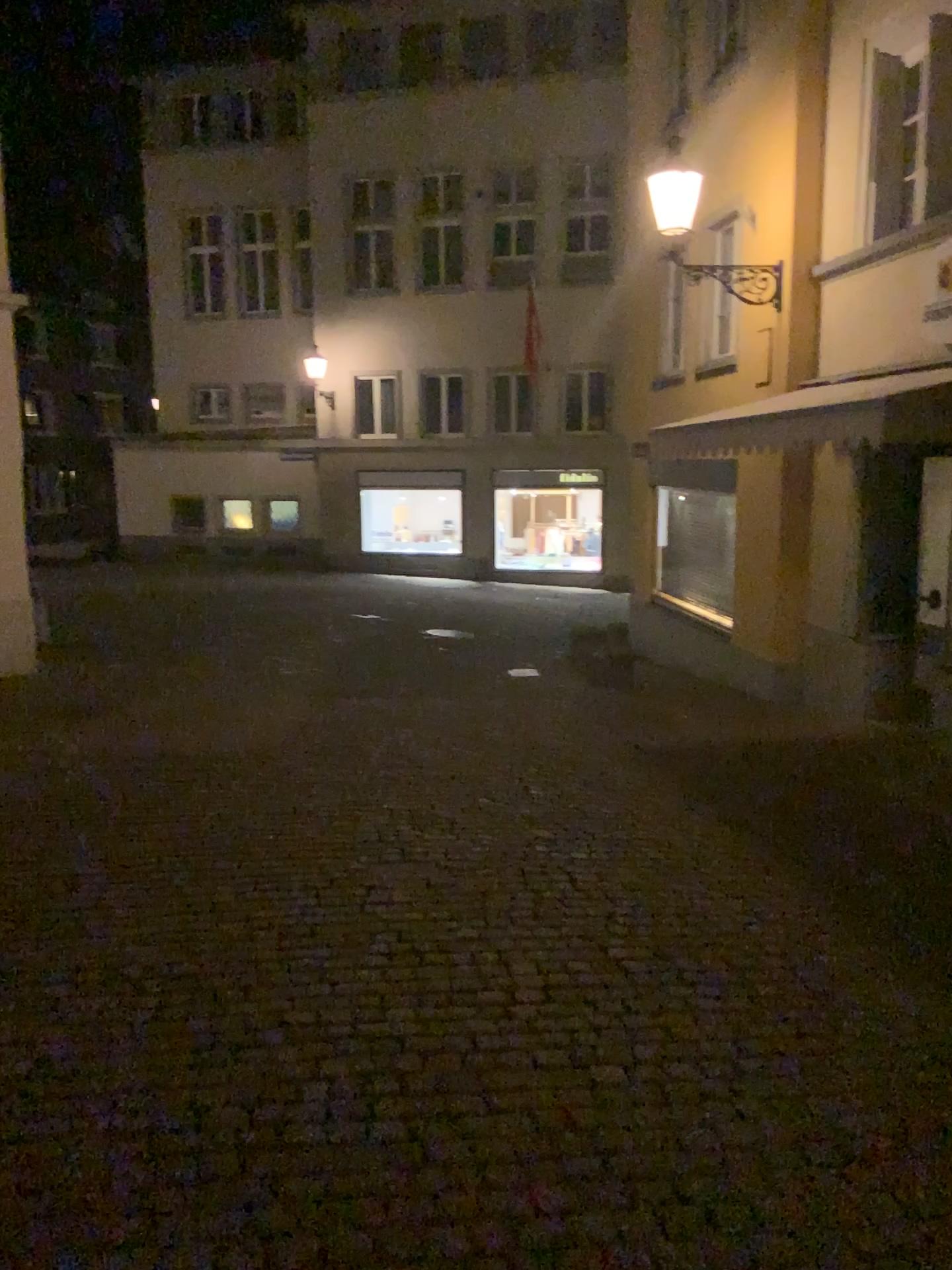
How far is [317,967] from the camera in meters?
3.6
